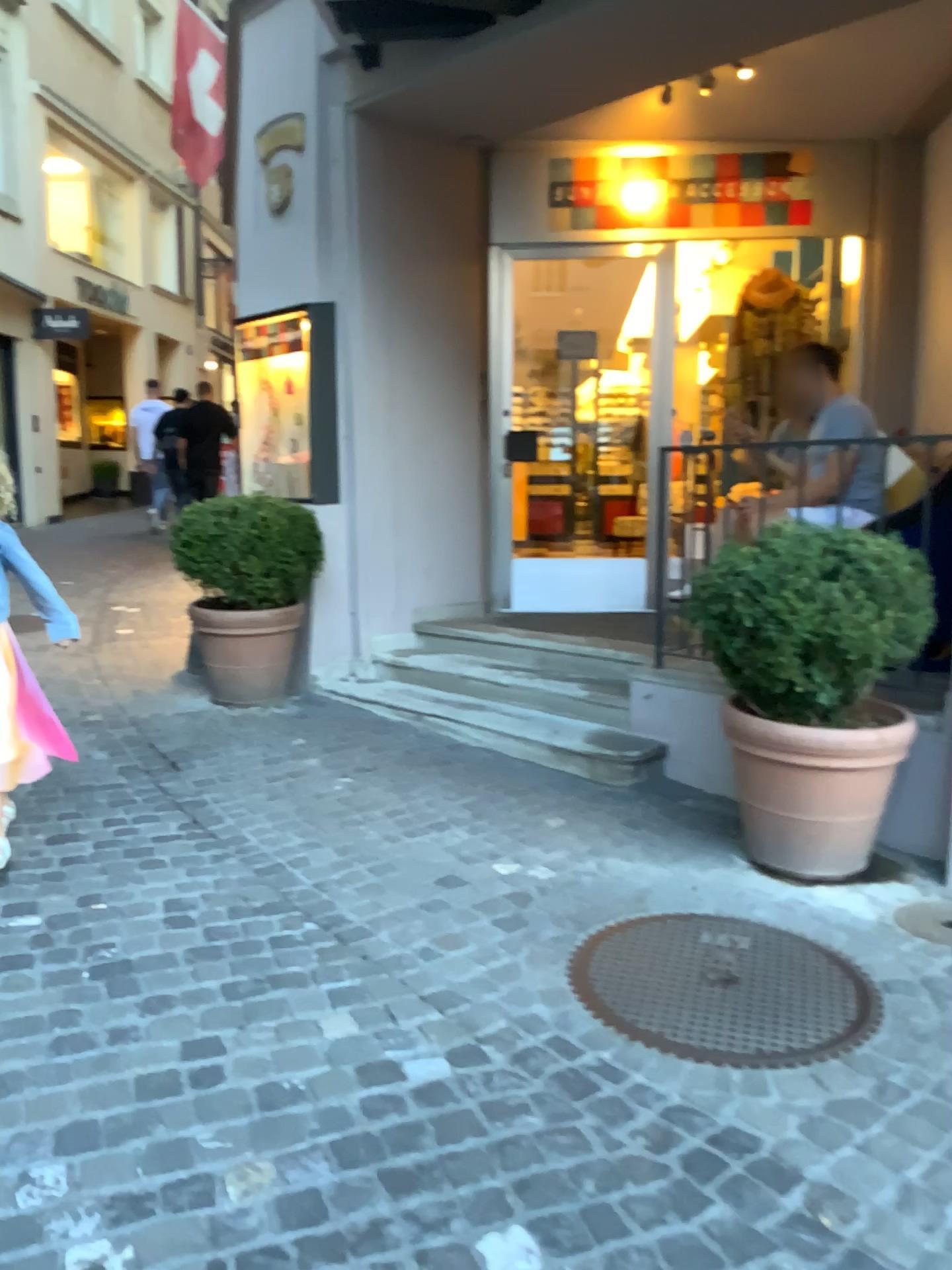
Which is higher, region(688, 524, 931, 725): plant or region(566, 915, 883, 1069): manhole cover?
region(688, 524, 931, 725): plant

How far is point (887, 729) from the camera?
2.99m

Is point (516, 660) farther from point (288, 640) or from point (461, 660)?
point (288, 640)

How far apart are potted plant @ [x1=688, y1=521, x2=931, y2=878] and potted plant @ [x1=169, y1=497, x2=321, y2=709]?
2.4 meters

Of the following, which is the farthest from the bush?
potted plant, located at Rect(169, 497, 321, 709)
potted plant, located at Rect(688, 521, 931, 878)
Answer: potted plant, located at Rect(688, 521, 931, 878)

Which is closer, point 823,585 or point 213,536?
point 823,585

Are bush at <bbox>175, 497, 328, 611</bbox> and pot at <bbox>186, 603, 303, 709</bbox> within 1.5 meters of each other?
yes

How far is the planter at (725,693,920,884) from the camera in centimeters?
299cm

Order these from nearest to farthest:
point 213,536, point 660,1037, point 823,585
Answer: point 660,1037
point 823,585
point 213,536

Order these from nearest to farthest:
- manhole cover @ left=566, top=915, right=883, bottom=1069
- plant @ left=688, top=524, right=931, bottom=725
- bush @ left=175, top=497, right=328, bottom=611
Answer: manhole cover @ left=566, top=915, right=883, bottom=1069, plant @ left=688, top=524, right=931, bottom=725, bush @ left=175, top=497, right=328, bottom=611
